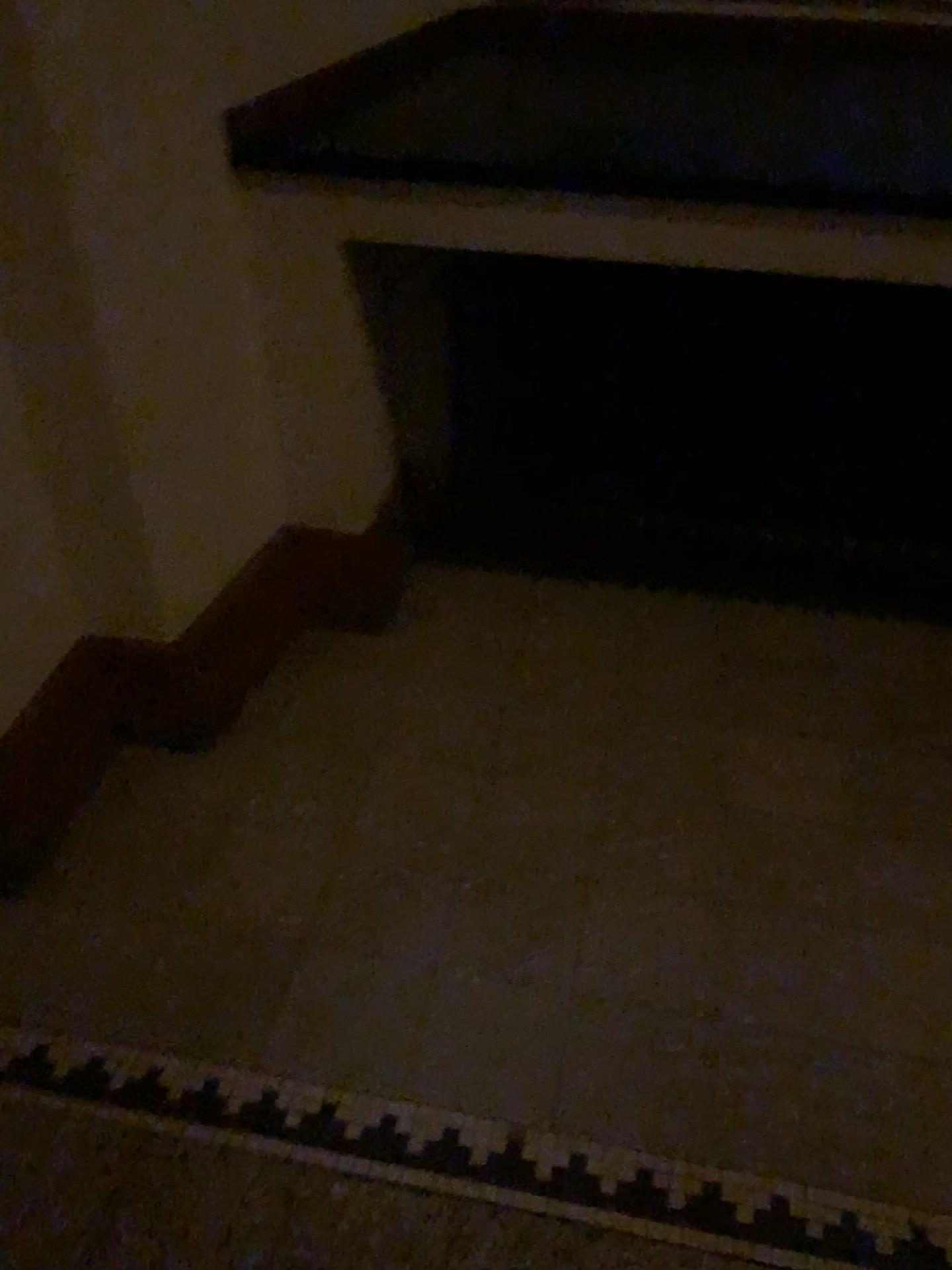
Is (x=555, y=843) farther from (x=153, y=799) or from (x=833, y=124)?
(x=833, y=124)
